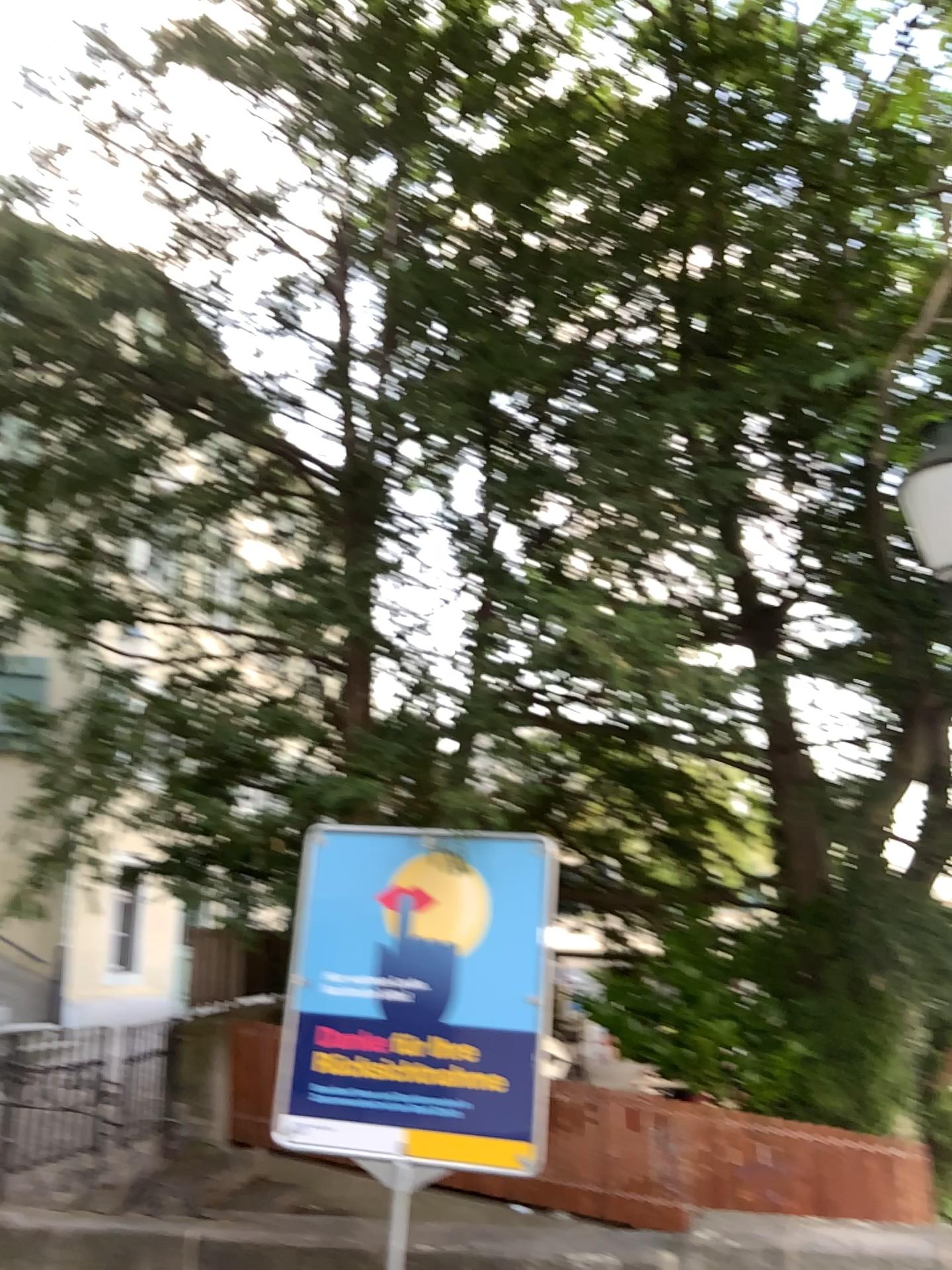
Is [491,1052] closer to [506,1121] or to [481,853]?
[506,1121]

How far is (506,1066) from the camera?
4.1 meters

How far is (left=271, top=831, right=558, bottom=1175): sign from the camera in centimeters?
409cm
